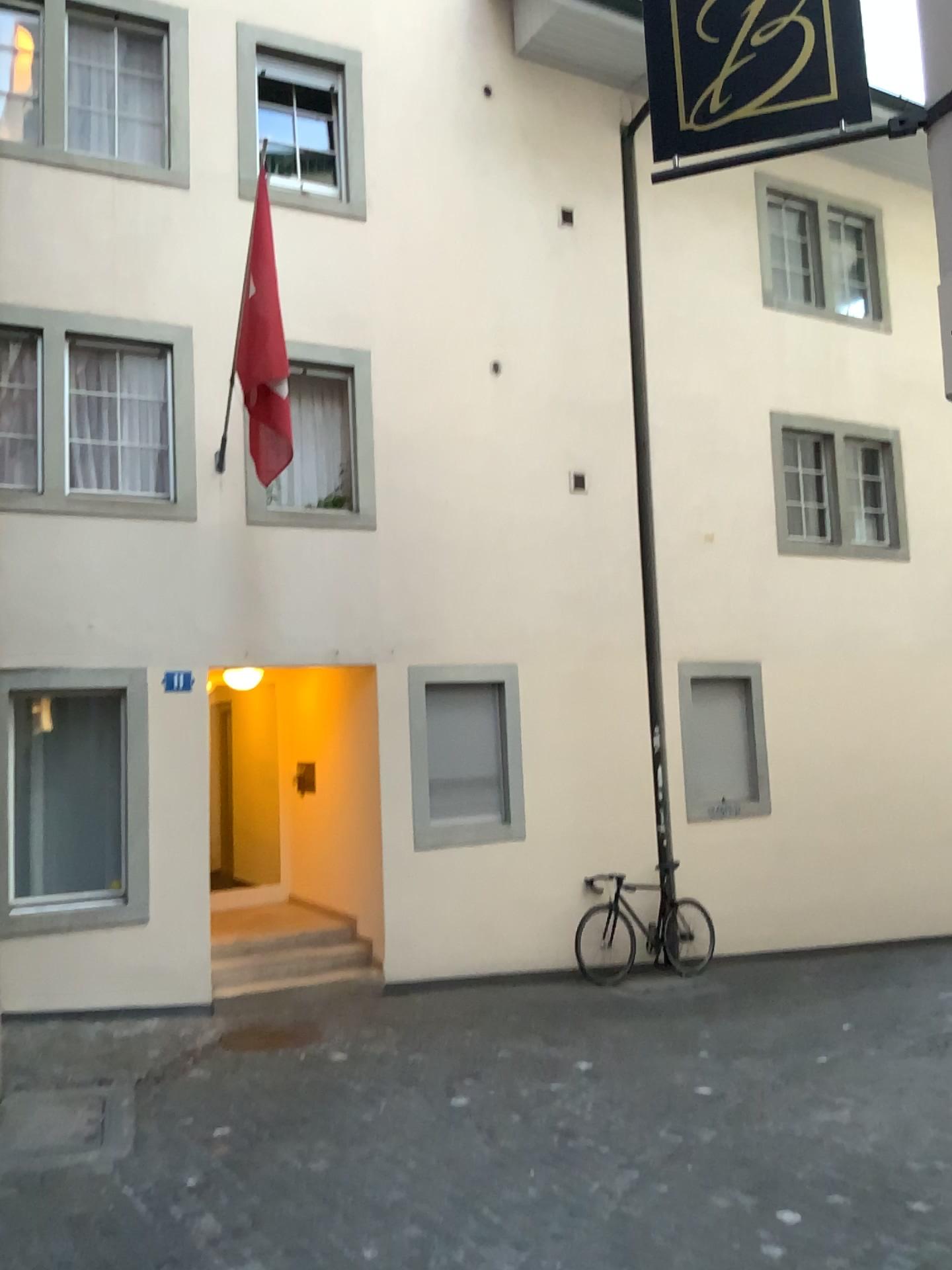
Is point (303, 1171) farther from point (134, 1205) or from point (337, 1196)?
point (134, 1205)
